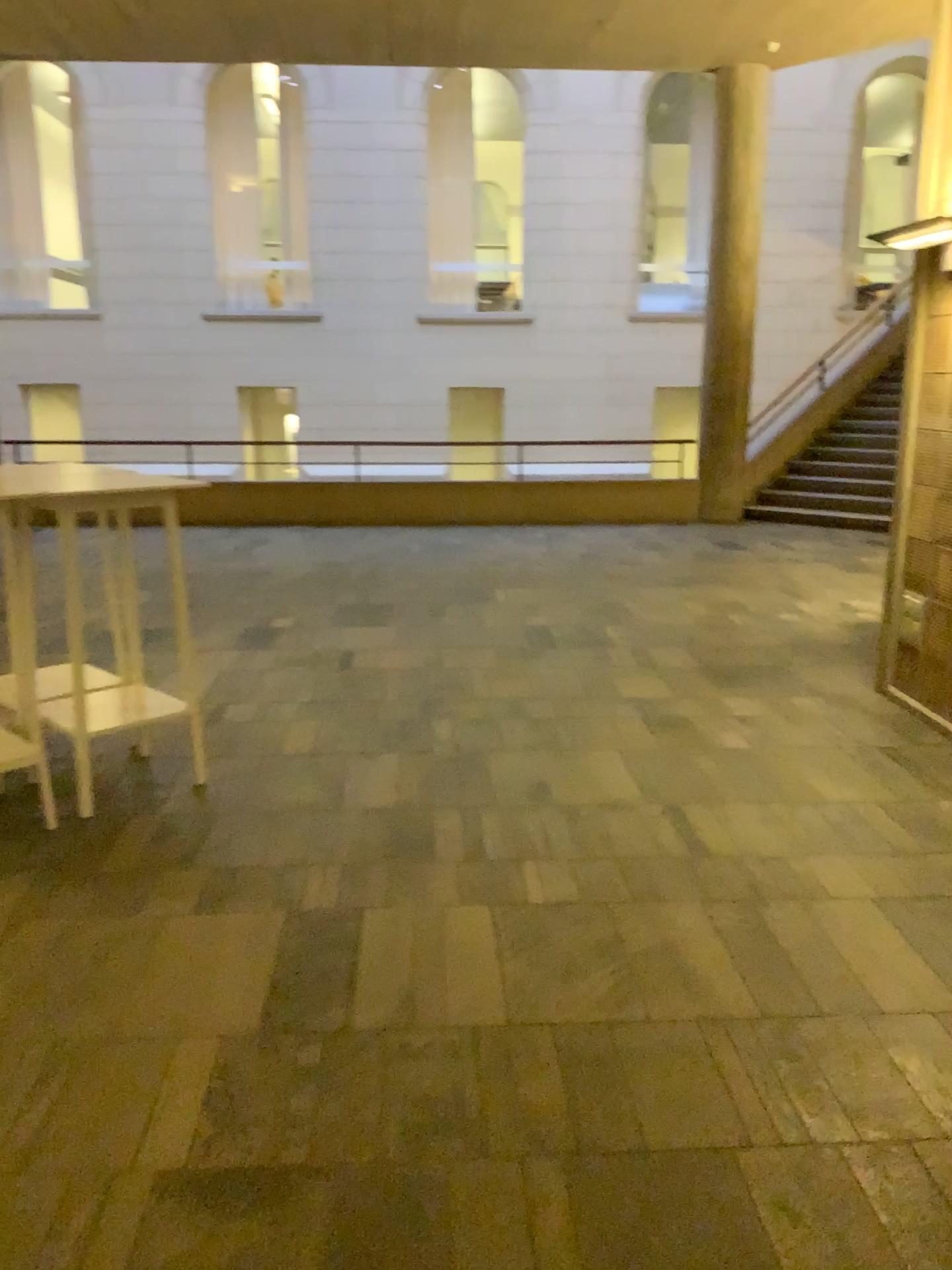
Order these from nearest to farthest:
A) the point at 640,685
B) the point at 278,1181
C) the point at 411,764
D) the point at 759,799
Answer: the point at 278,1181 → the point at 759,799 → the point at 411,764 → the point at 640,685
